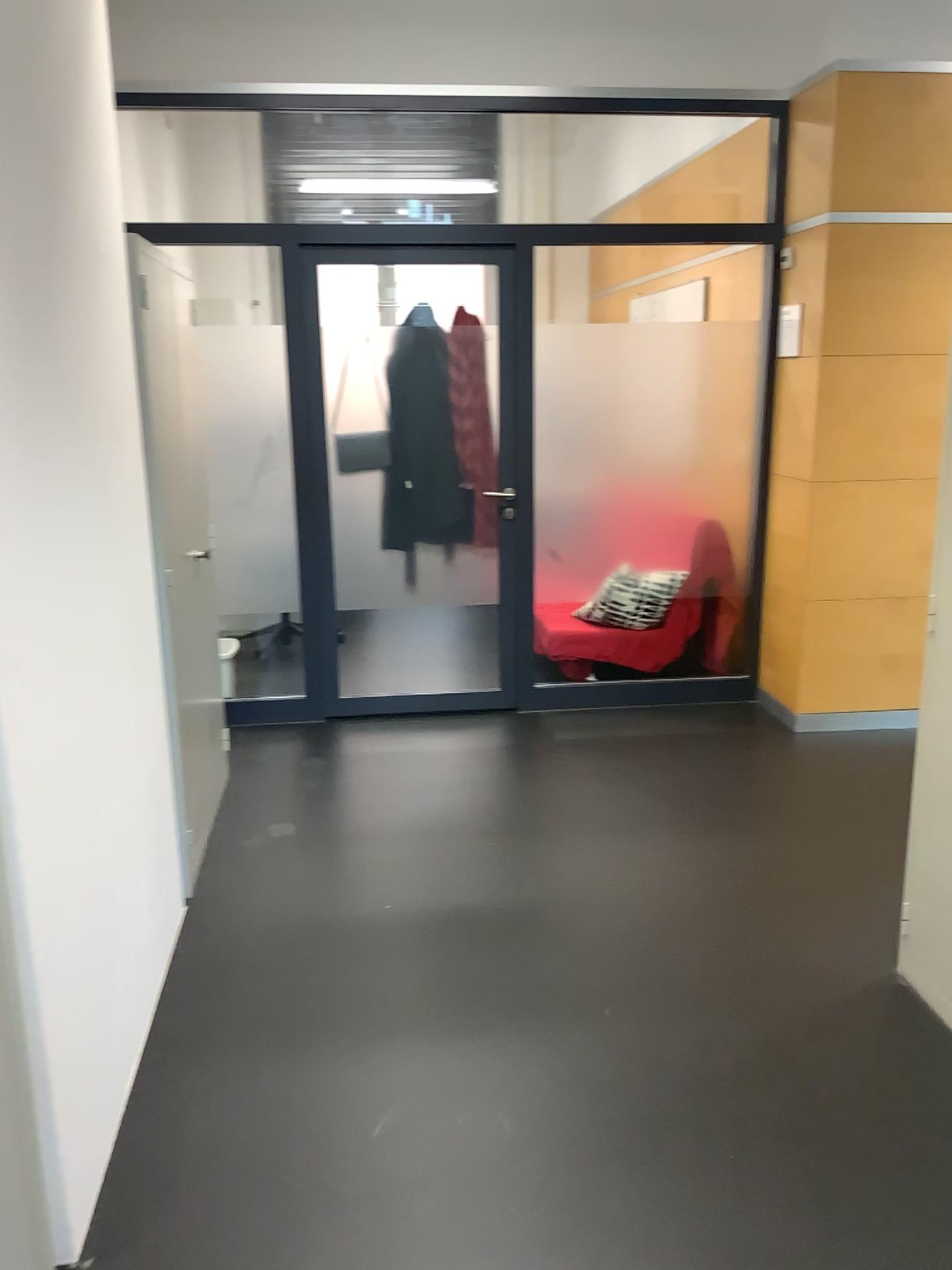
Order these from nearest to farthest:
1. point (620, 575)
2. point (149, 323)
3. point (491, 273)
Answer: point (149, 323), point (491, 273), point (620, 575)

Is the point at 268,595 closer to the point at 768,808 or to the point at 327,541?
the point at 327,541

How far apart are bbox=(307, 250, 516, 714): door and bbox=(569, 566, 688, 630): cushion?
0.37m

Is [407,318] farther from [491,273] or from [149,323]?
[149,323]

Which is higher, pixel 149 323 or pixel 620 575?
pixel 149 323

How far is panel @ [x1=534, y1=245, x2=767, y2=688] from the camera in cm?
465

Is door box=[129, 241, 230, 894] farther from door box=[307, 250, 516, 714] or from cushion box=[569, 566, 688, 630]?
cushion box=[569, 566, 688, 630]

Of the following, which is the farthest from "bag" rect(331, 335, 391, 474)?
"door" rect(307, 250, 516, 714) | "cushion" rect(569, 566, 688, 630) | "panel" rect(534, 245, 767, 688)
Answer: "cushion" rect(569, 566, 688, 630)

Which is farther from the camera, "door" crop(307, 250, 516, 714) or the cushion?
the cushion

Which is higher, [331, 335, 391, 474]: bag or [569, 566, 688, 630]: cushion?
[331, 335, 391, 474]: bag
